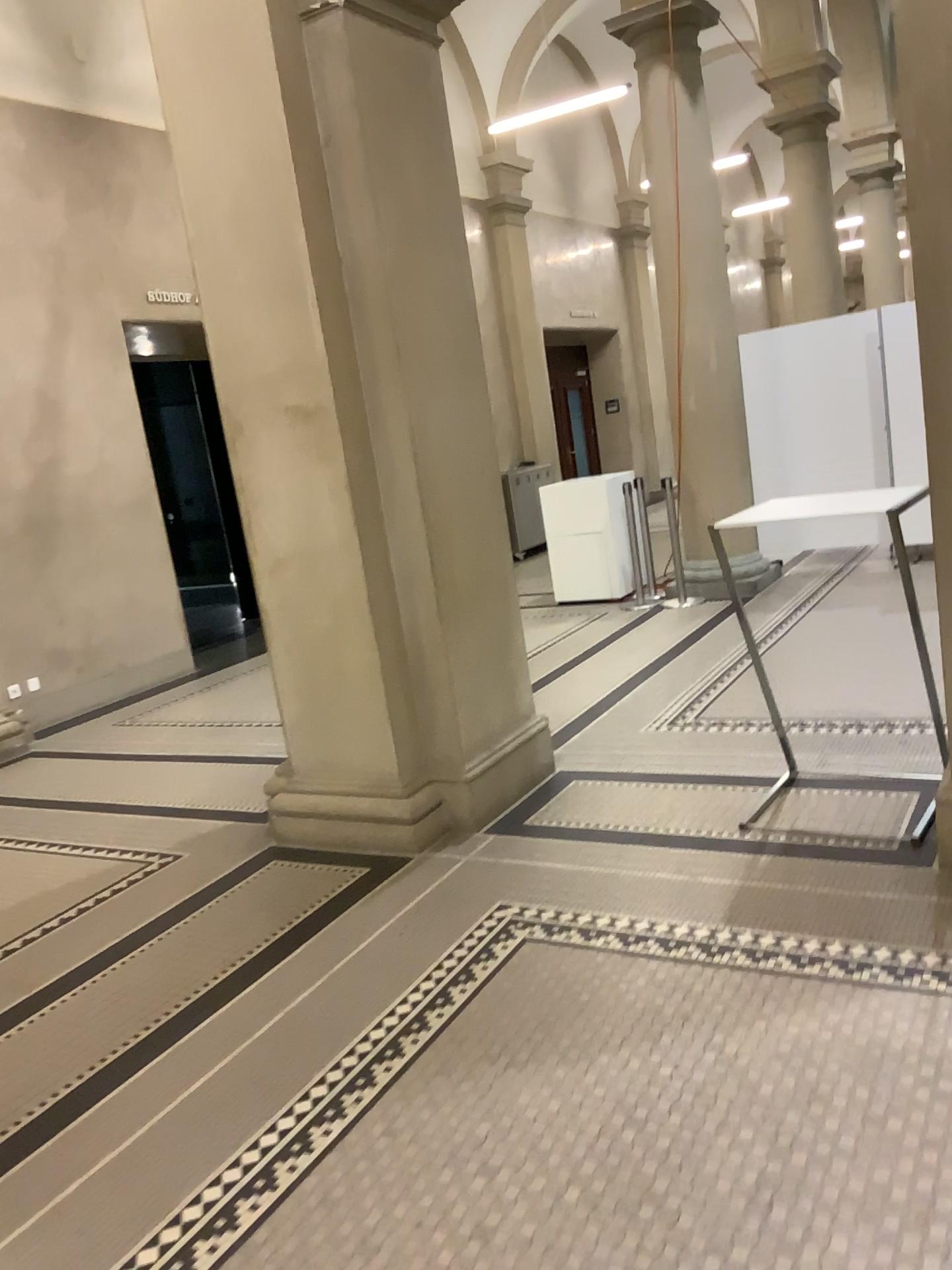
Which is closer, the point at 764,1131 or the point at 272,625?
the point at 764,1131
